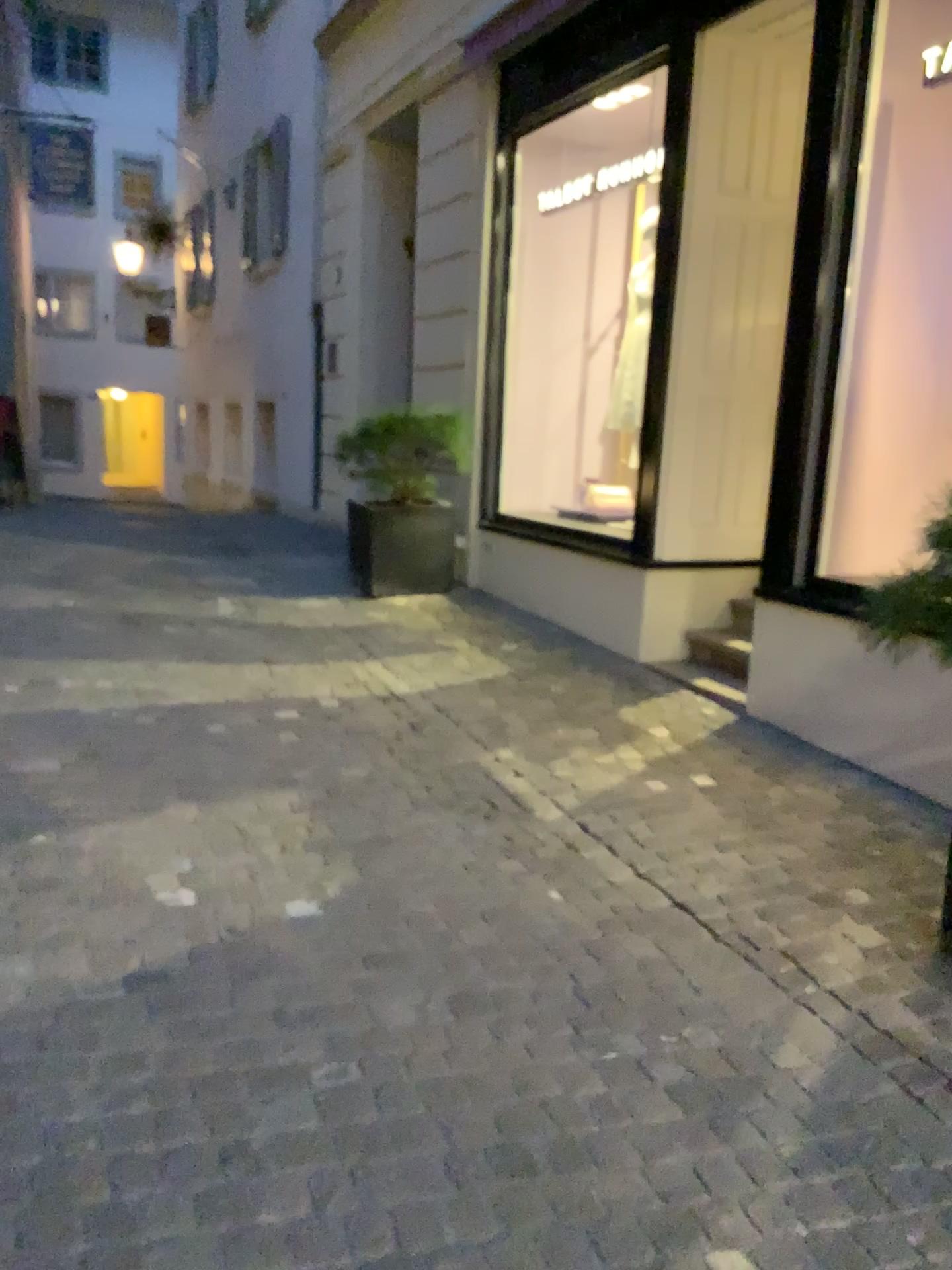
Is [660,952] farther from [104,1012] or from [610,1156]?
[104,1012]
